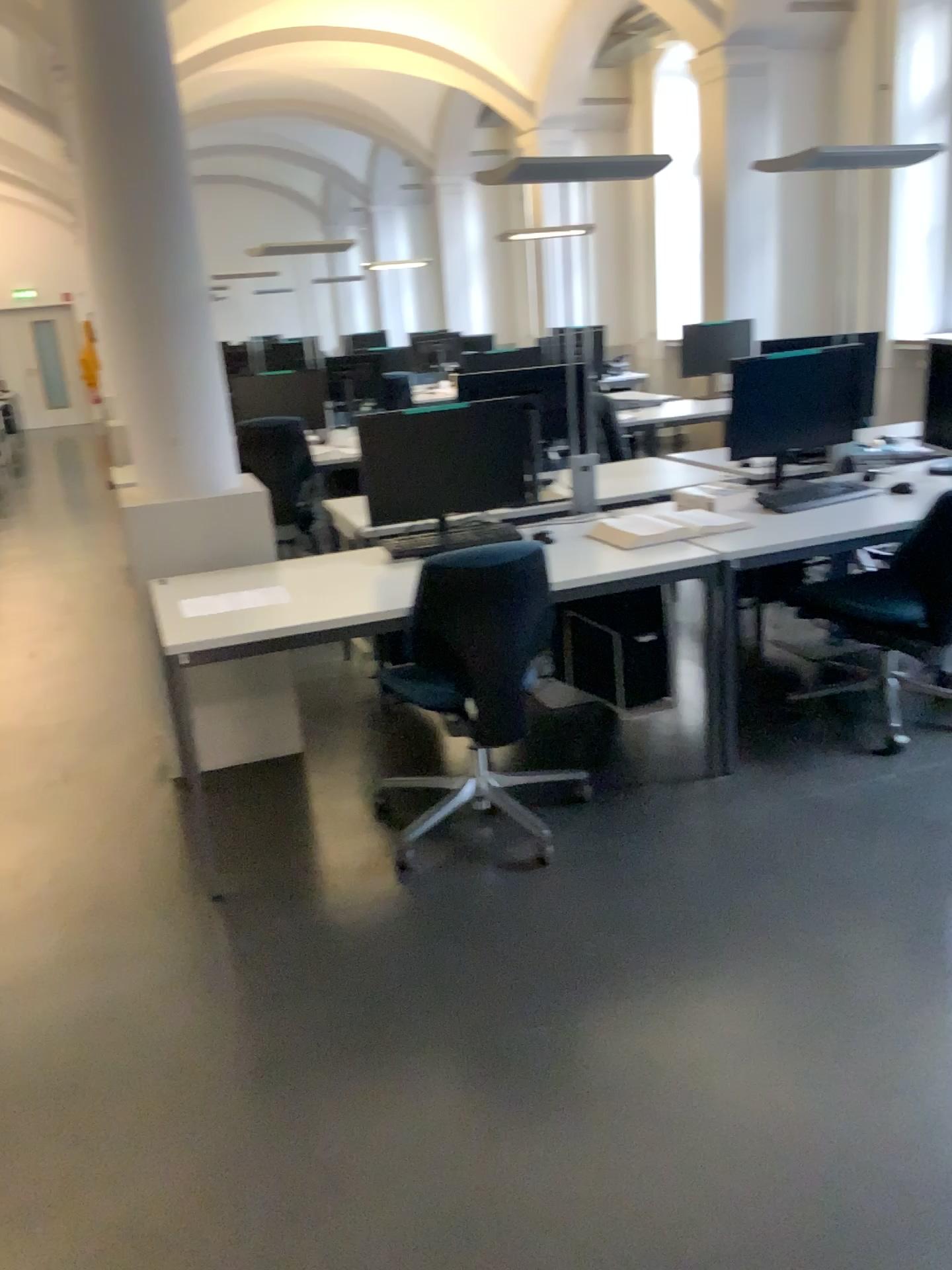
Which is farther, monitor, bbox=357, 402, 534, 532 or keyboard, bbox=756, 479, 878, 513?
keyboard, bbox=756, 479, 878, 513

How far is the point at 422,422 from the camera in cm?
341

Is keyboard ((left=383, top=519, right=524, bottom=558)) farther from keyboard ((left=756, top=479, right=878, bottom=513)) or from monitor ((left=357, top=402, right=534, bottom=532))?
keyboard ((left=756, top=479, right=878, bottom=513))

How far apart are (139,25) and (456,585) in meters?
2.0

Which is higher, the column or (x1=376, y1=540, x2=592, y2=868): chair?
the column

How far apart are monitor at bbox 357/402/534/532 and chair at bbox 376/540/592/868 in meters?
0.5

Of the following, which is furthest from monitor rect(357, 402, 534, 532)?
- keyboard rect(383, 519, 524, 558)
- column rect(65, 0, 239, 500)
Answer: column rect(65, 0, 239, 500)

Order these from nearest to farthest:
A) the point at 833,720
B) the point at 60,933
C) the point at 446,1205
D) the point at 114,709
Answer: the point at 446,1205 < the point at 60,933 < the point at 833,720 < the point at 114,709

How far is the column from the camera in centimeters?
320cm

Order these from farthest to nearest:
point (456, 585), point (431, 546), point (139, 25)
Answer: point (431, 546) → point (139, 25) → point (456, 585)
